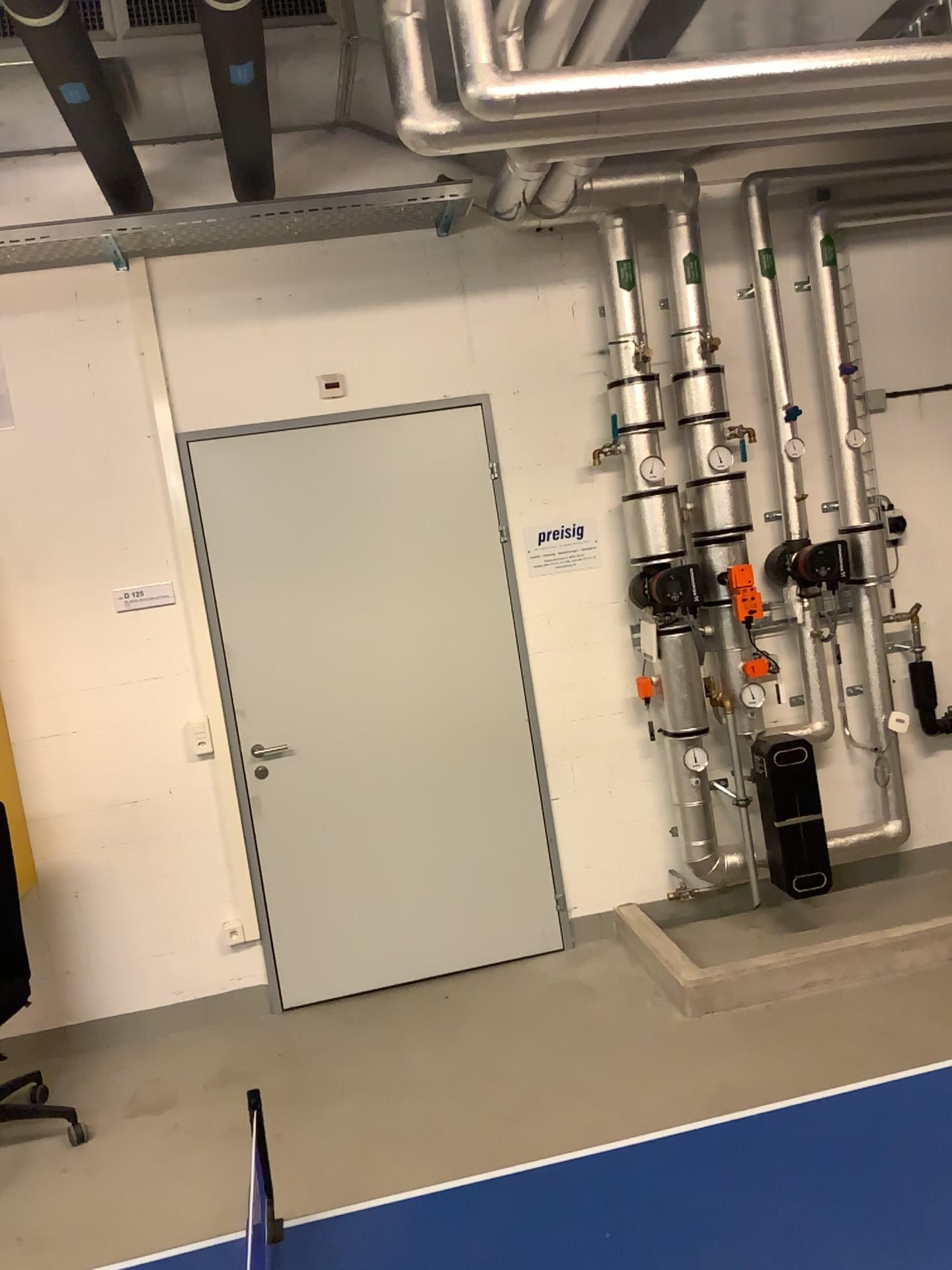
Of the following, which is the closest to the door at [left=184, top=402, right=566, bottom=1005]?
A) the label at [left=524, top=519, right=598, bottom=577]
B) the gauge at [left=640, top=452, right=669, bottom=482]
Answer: the label at [left=524, top=519, right=598, bottom=577]

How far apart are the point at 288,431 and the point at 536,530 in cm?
103

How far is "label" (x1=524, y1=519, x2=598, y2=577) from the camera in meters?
4.2

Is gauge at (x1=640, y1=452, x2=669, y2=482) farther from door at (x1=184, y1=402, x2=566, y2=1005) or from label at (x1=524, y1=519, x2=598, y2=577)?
door at (x1=184, y1=402, x2=566, y2=1005)

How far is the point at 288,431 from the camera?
4.01m

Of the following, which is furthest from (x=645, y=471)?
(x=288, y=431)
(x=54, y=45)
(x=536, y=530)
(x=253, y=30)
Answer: (x=54, y=45)

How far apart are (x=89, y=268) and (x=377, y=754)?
2.1m

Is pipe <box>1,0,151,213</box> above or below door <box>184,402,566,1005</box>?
above

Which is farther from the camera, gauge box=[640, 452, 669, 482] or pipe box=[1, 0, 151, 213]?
gauge box=[640, 452, 669, 482]

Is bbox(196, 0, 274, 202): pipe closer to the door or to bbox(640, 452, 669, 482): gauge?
the door
